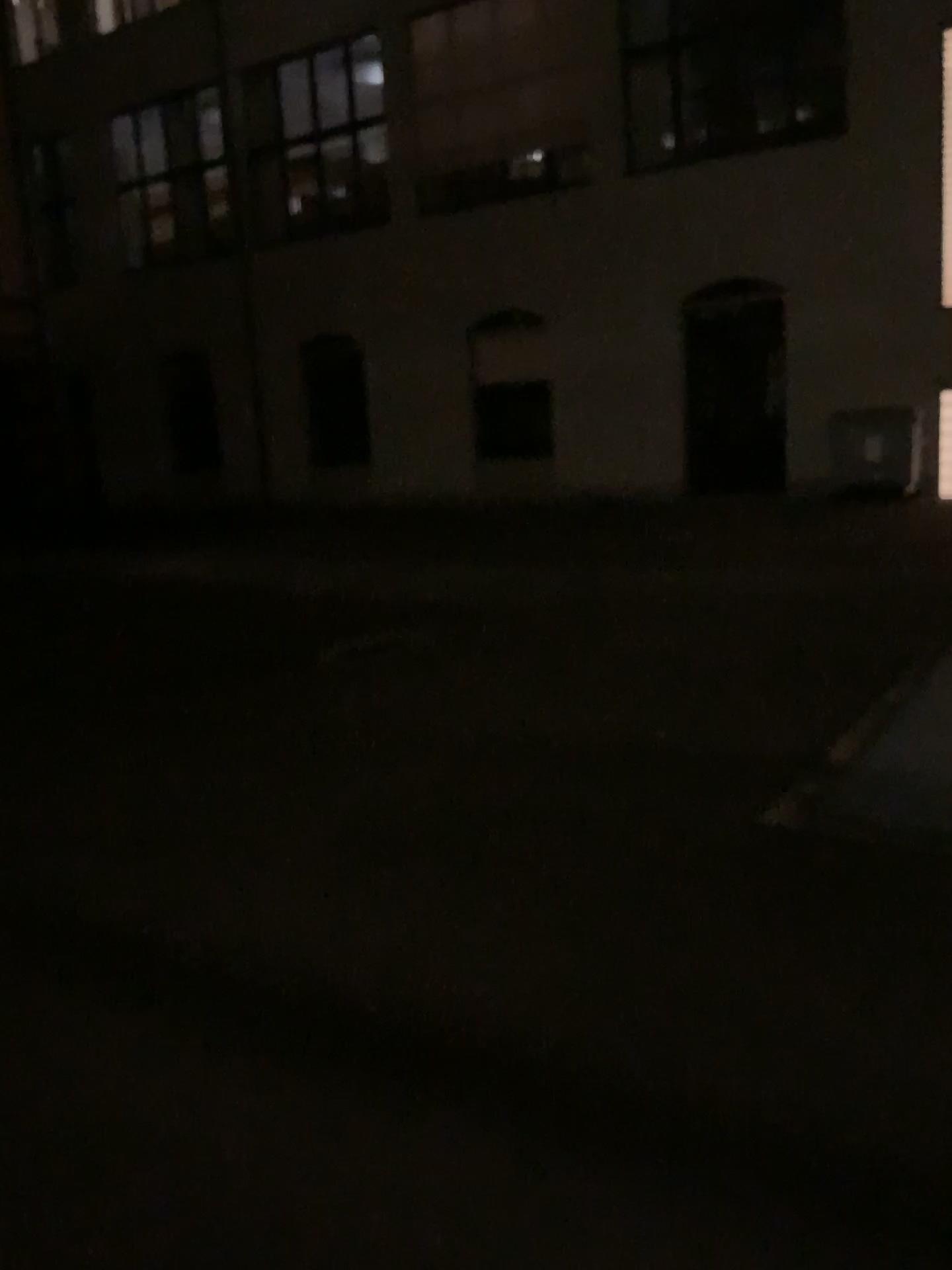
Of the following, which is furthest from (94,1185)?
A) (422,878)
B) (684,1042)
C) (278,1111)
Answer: (422,878)
